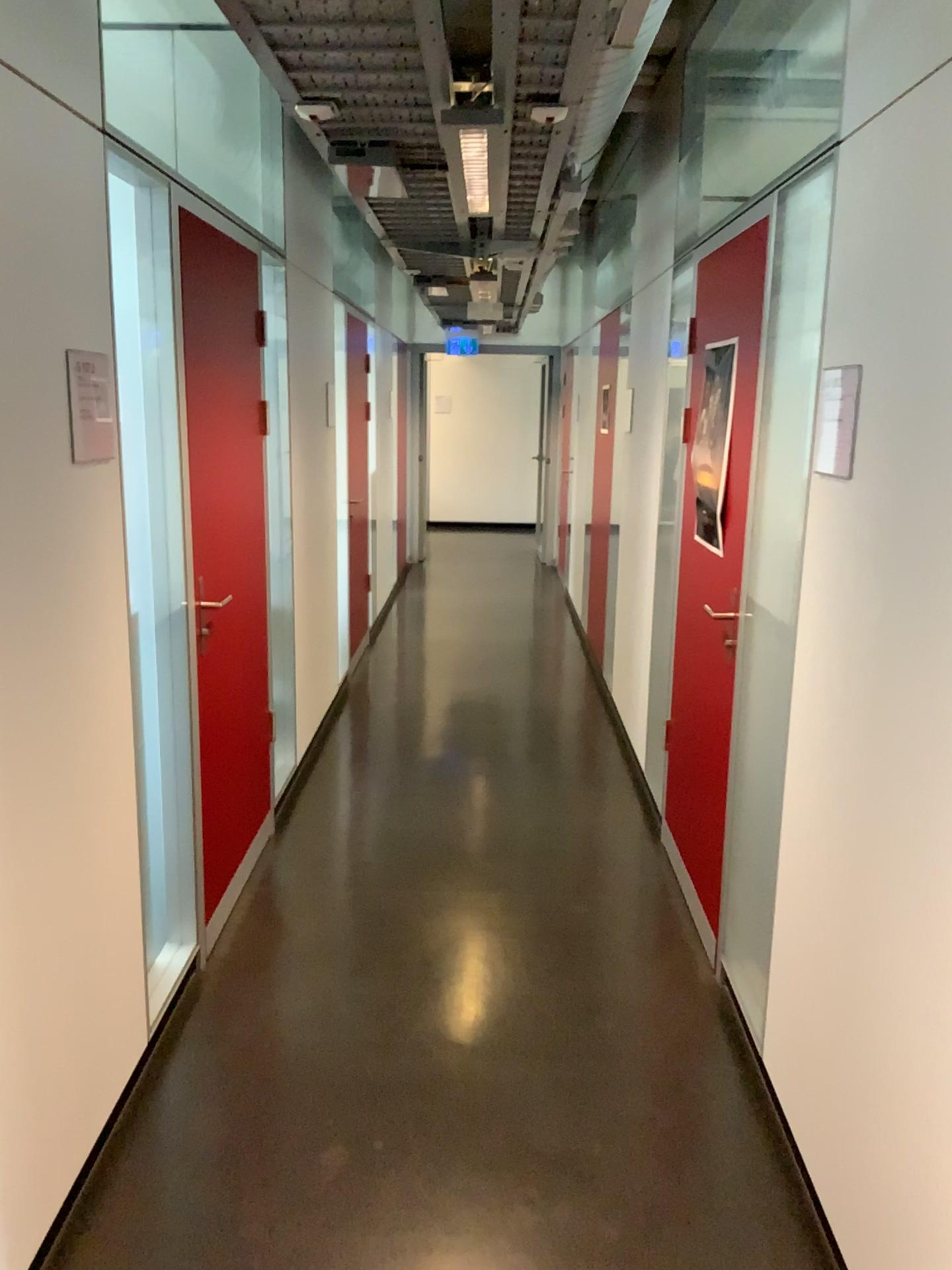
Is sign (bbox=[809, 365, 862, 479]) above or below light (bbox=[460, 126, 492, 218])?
below

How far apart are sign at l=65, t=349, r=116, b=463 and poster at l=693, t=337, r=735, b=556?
1.7 meters

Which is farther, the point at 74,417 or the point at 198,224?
the point at 198,224

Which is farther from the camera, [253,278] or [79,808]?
[253,278]

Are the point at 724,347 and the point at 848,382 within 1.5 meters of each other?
yes

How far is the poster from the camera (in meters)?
3.10

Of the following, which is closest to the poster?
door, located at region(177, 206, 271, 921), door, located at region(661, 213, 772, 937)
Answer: door, located at region(661, 213, 772, 937)

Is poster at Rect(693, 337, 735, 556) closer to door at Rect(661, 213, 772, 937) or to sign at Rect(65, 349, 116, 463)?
door at Rect(661, 213, 772, 937)

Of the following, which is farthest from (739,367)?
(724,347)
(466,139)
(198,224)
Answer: (198,224)

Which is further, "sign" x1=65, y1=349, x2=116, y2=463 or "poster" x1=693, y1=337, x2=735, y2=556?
"poster" x1=693, y1=337, x2=735, y2=556
